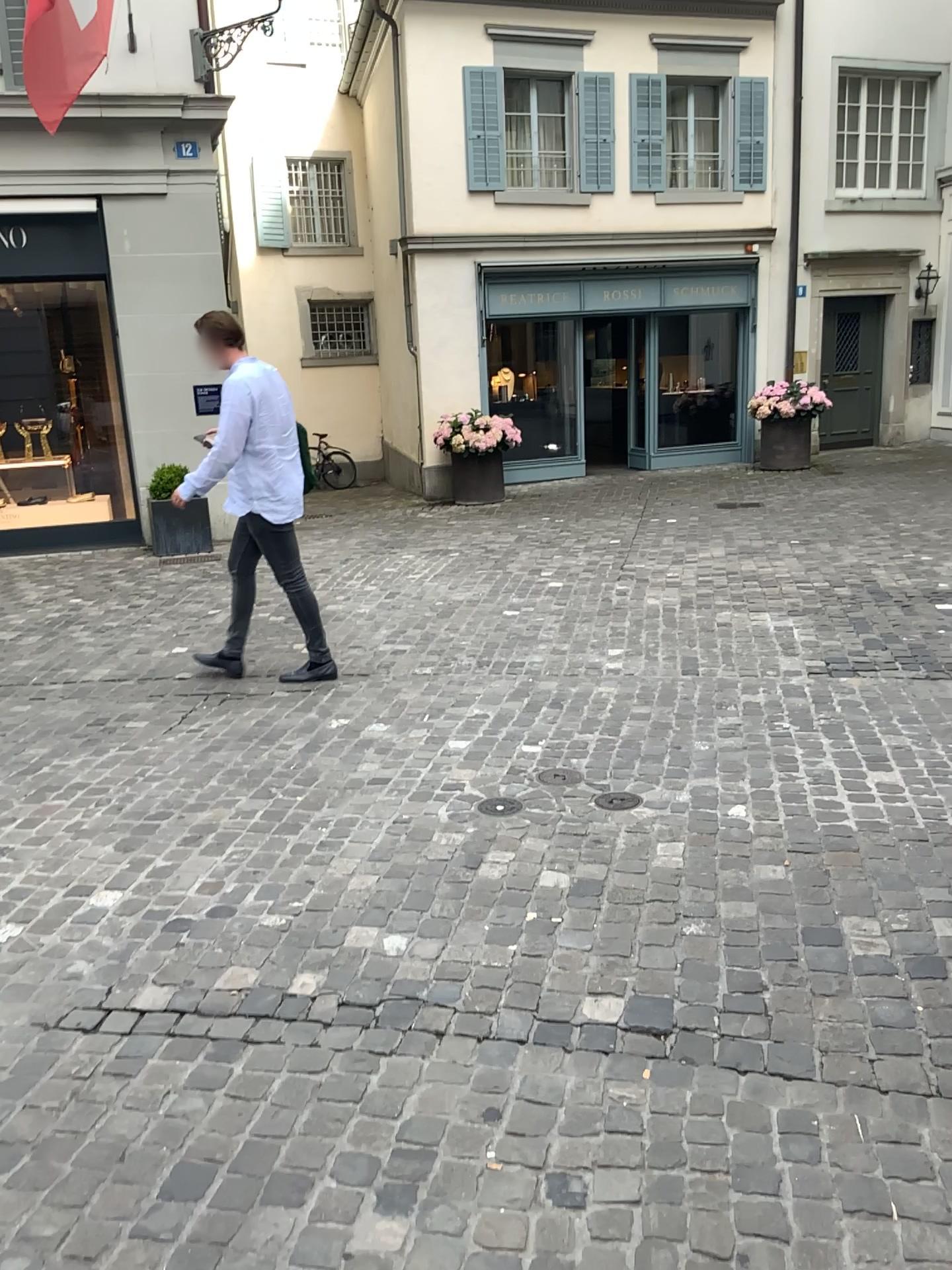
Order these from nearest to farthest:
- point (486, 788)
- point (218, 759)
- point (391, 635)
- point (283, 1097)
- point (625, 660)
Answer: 1. point (283, 1097)
2. point (486, 788)
3. point (218, 759)
4. point (625, 660)
5. point (391, 635)
